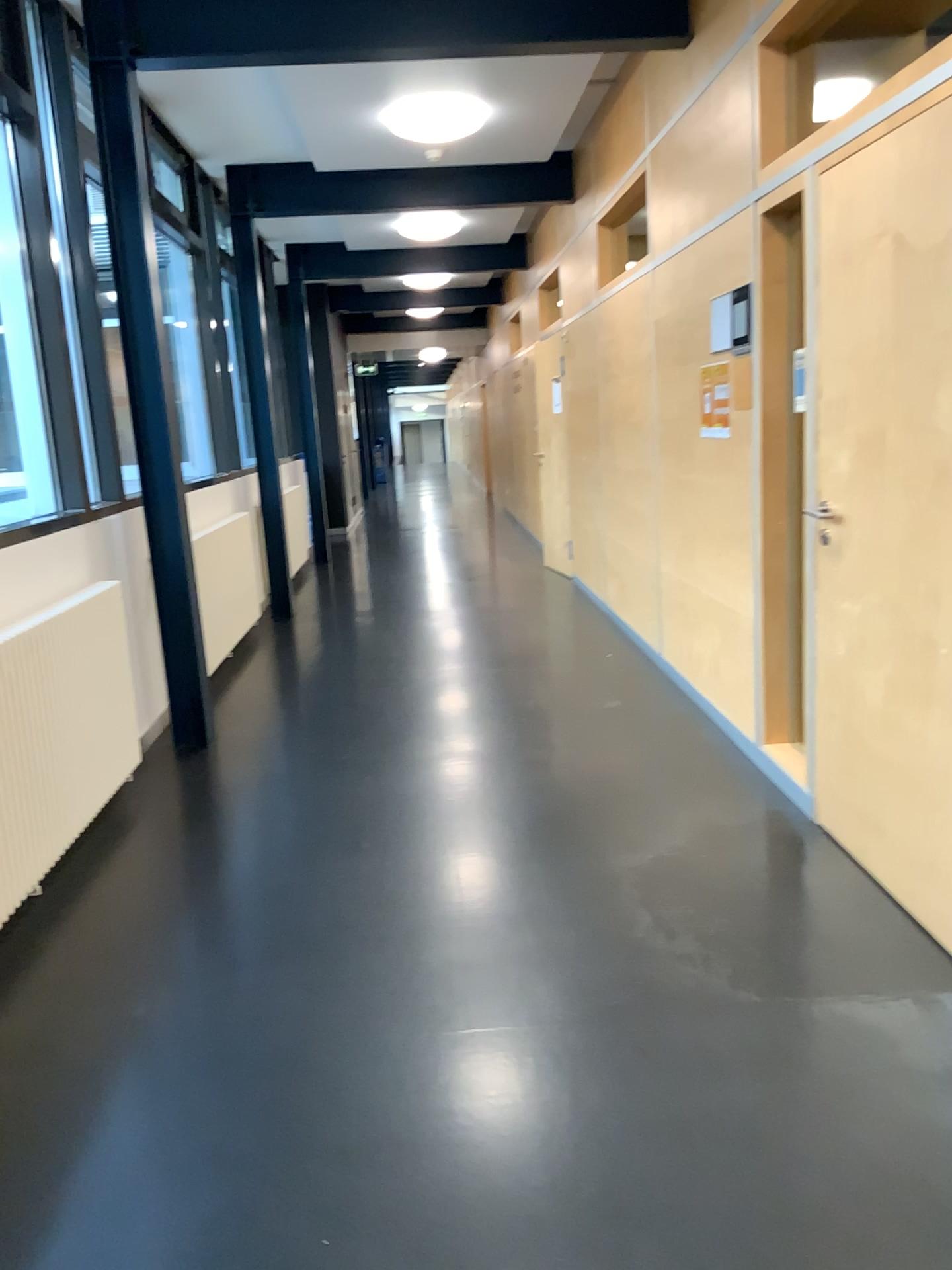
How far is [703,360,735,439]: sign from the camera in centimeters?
412cm

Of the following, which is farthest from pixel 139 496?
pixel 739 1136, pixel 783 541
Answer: pixel 739 1136

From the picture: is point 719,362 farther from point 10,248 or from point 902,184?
point 10,248

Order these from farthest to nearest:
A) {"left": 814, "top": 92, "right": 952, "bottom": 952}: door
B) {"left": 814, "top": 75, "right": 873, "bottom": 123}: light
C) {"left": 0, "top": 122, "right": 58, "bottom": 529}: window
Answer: {"left": 0, "top": 122, "right": 58, "bottom": 529}: window < {"left": 814, "top": 75, "right": 873, "bottom": 123}: light < {"left": 814, "top": 92, "right": 952, "bottom": 952}: door

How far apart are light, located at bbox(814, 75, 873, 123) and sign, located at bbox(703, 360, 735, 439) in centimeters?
91cm

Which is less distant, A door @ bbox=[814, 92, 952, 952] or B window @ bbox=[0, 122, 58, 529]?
A door @ bbox=[814, 92, 952, 952]

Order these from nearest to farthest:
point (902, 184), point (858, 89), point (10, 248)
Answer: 1. point (902, 184)
2. point (858, 89)
3. point (10, 248)

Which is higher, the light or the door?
the light

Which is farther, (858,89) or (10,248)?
(10,248)

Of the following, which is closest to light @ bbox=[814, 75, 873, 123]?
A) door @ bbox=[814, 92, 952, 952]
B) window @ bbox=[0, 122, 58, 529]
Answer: door @ bbox=[814, 92, 952, 952]
